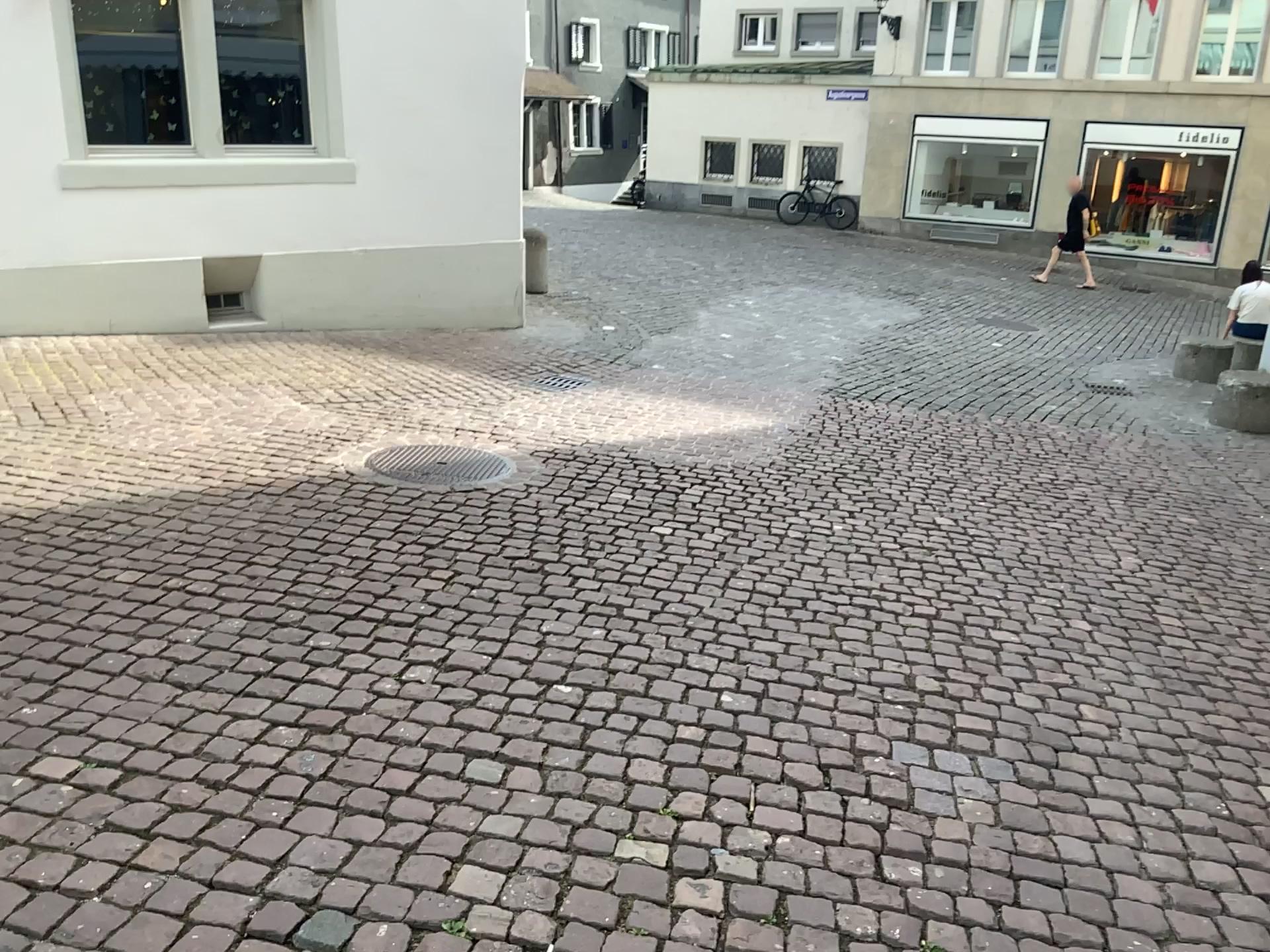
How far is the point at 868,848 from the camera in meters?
2.4
